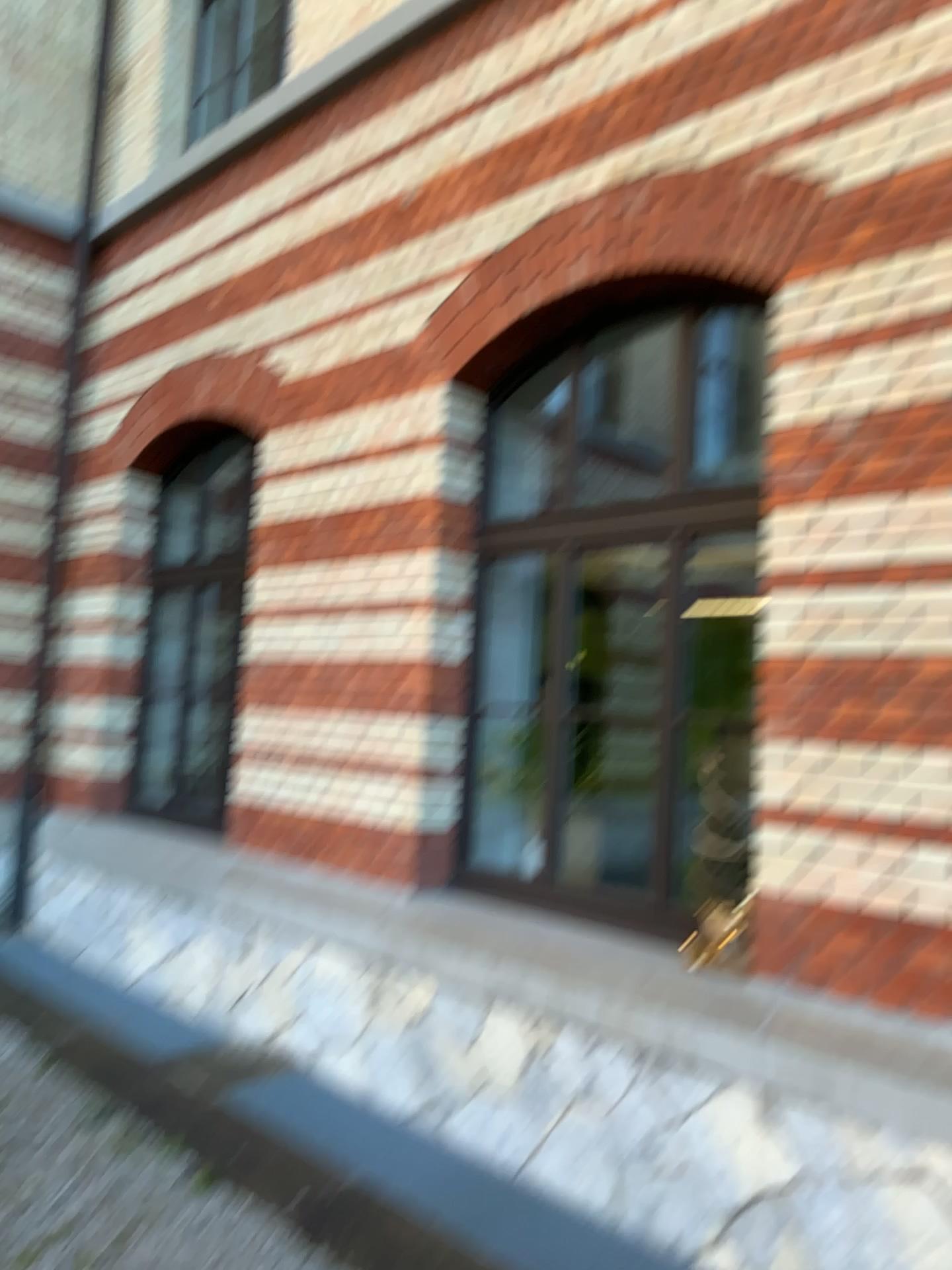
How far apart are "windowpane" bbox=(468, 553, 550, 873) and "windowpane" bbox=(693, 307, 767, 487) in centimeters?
91cm

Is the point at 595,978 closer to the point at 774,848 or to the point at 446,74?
the point at 774,848

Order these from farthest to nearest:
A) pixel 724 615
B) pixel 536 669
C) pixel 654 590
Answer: pixel 536 669
pixel 654 590
pixel 724 615

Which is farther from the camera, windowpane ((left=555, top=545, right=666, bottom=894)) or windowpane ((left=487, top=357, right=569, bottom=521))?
windowpane ((left=487, top=357, right=569, bottom=521))

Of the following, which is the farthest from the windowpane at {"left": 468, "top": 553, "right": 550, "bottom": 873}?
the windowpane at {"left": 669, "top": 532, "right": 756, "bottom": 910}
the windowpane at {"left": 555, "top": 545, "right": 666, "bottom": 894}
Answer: the windowpane at {"left": 669, "top": 532, "right": 756, "bottom": 910}

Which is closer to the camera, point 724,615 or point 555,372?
point 724,615

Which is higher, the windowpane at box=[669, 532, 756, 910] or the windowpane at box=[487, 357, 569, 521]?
the windowpane at box=[487, 357, 569, 521]

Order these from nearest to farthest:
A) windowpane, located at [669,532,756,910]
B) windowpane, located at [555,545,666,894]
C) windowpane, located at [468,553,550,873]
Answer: windowpane, located at [669,532,756,910] → windowpane, located at [555,545,666,894] → windowpane, located at [468,553,550,873]

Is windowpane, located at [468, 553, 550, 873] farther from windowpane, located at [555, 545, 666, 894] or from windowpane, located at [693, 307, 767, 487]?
windowpane, located at [693, 307, 767, 487]

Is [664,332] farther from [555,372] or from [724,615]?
[724,615]
